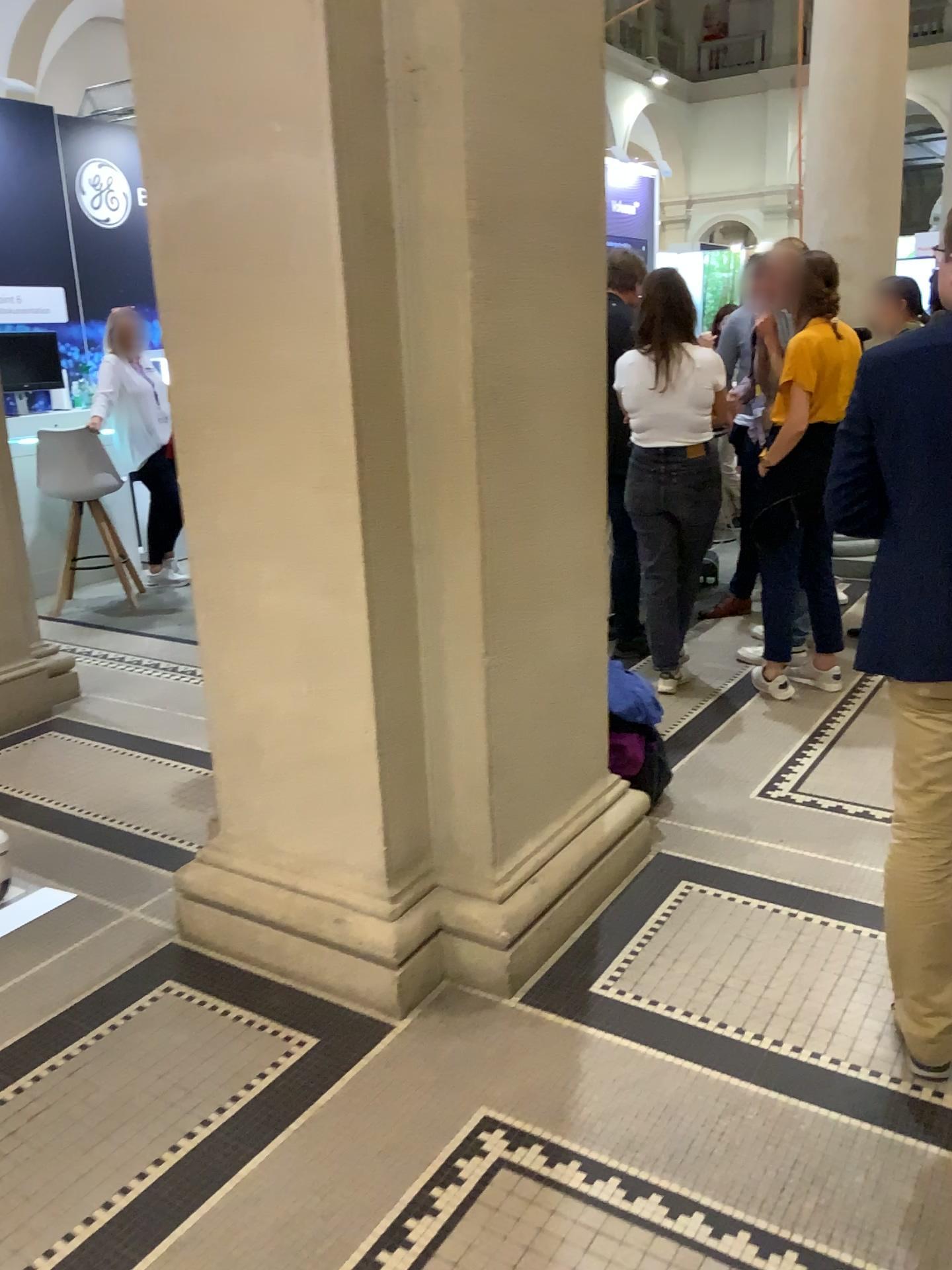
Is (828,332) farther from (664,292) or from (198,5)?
(198,5)

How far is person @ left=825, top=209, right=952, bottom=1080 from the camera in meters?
1.9 m

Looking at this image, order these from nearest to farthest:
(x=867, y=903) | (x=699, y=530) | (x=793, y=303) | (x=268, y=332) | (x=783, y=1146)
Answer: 1. (x=783, y=1146)
2. (x=268, y=332)
3. (x=867, y=903)
4. (x=793, y=303)
5. (x=699, y=530)

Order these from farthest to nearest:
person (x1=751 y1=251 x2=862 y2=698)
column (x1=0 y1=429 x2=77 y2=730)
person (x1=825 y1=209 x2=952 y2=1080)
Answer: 1. column (x1=0 y1=429 x2=77 y2=730)
2. person (x1=751 y1=251 x2=862 y2=698)
3. person (x1=825 y1=209 x2=952 y2=1080)

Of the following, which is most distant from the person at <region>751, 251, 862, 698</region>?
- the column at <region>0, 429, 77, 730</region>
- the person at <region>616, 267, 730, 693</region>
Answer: the column at <region>0, 429, 77, 730</region>

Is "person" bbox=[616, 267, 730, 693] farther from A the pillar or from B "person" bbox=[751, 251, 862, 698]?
A the pillar

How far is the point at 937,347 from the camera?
1.94m

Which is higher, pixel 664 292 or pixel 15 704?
pixel 664 292

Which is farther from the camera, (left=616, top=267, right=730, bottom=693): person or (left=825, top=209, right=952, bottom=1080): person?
(left=616, top=267, right=730, bottom=693): person

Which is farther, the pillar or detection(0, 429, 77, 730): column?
detection(0, 429, 77, 730): column
